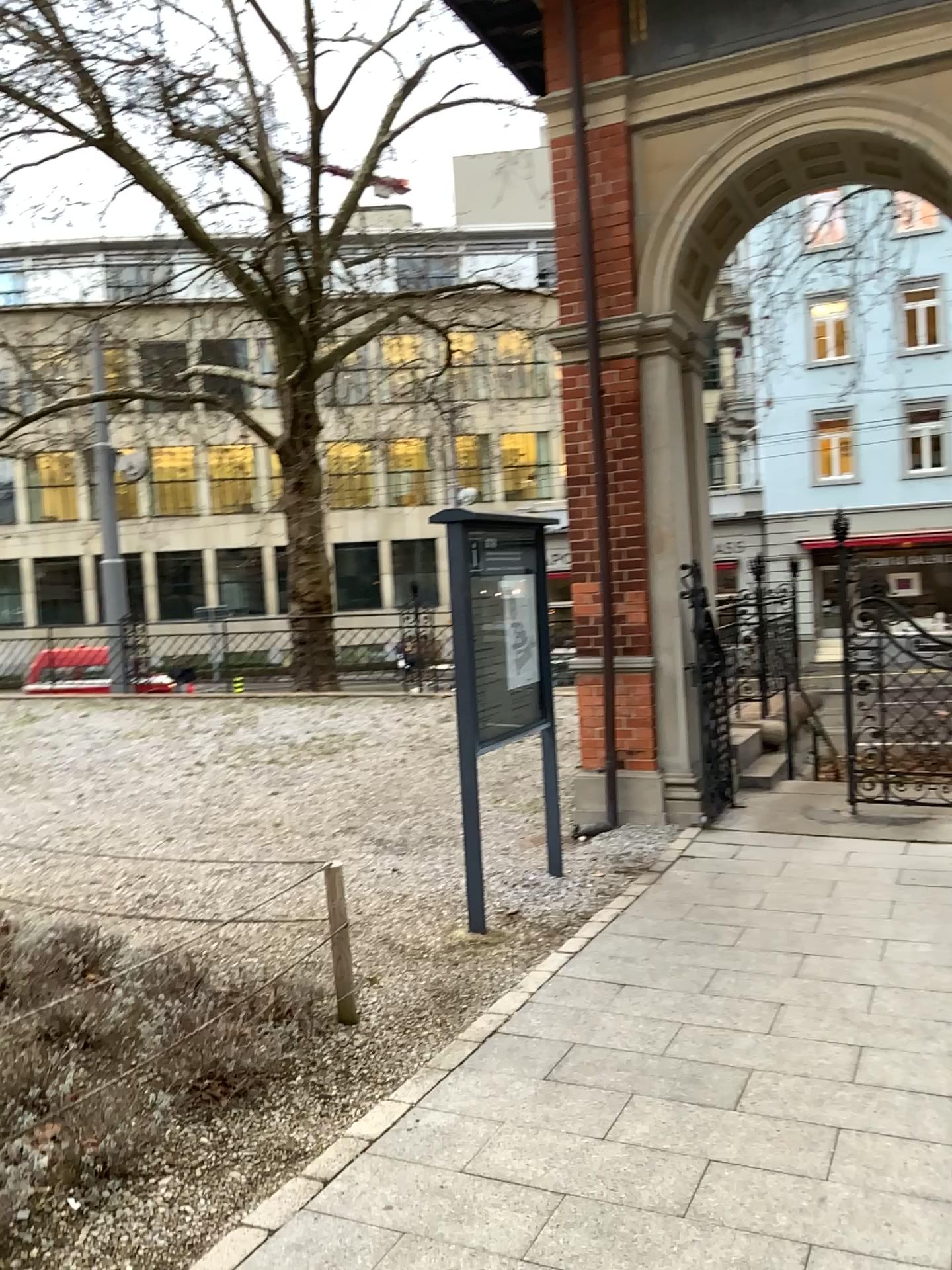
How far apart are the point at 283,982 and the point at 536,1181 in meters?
1.2 m
